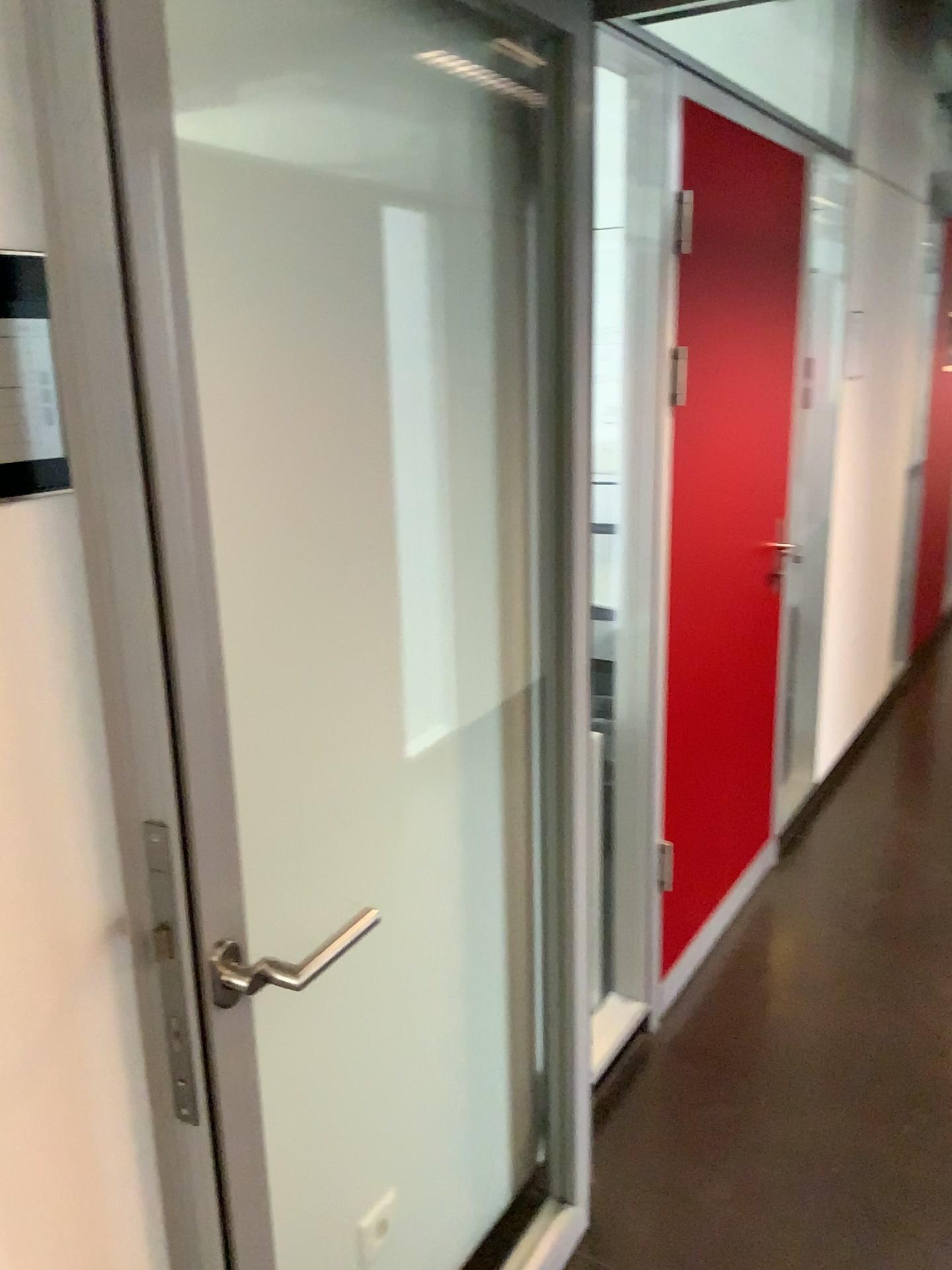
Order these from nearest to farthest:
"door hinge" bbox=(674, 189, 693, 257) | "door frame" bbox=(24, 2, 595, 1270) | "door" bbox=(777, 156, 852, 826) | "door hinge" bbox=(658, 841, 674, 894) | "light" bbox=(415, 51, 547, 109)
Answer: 1. "door frame" bbox=(24, 2, 595, 1270)
2. "light" bbox=(415, 51, 547, 109)
3. "door hinge" bbox=(674, 189, 693, 257)
4. "door hinge" bbox=(658, 841, 674, 894)
5. "door" bbox=(777, 156, 852, 826)

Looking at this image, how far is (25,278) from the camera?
0.9m

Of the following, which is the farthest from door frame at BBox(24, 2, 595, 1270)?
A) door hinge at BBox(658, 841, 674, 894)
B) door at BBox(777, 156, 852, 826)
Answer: door at BBox(777, 156, 852, 826)

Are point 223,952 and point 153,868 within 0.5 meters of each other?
yes

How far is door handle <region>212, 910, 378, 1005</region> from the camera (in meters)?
1.01

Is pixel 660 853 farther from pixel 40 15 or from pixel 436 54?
pixel 40 15

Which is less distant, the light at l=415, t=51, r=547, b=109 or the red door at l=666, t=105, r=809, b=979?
the light at l=415, t=51, r=547, b=109

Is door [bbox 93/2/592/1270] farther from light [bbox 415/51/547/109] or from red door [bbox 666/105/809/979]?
red door [bbox 666/105/809/979]

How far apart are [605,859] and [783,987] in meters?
0.8 m

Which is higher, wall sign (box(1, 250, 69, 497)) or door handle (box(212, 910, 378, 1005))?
wall sign (box(1, 250, 69, 497))
